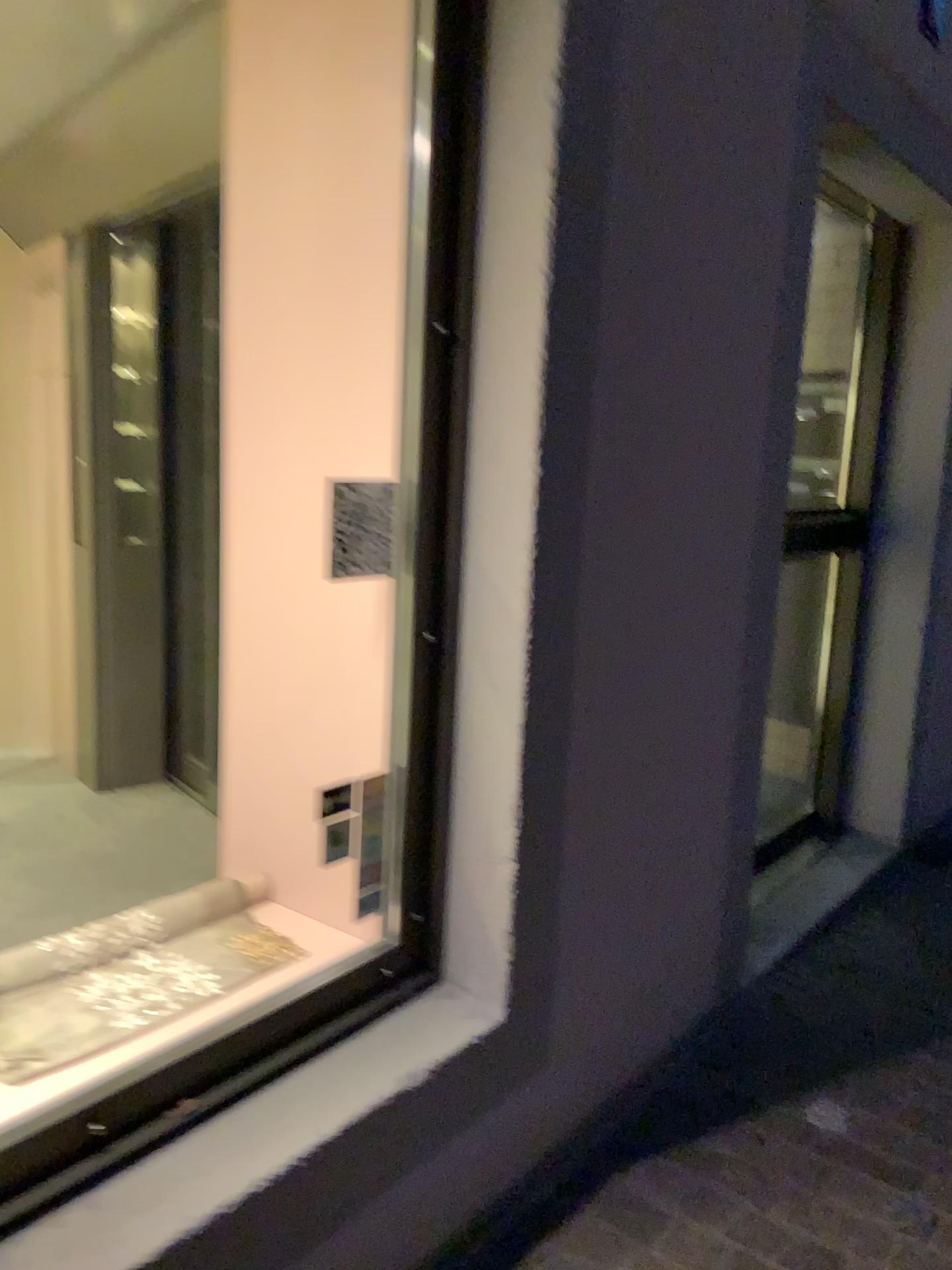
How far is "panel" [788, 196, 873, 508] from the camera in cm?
338

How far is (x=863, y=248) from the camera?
3.4m

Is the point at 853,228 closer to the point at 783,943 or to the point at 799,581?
the point at 799,581

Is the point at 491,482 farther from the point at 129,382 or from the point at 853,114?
the point at 129,382

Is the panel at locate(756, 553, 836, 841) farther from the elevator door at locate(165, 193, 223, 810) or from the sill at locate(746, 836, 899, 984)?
the elevator door at locate(165, 193, 223, 810)

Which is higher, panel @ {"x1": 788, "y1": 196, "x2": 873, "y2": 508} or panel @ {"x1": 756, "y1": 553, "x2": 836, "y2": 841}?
panel @ {"x1": 788, "y1": 196, "x2": 873, "y2": 508}

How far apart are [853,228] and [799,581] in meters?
1.1 m

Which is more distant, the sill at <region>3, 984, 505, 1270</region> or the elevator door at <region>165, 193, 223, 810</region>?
the elevator door at <region>165, 193, 223, 810</region>

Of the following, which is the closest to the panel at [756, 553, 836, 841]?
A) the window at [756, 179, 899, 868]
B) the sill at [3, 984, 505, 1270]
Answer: the window at [756, 179, 899, 868]

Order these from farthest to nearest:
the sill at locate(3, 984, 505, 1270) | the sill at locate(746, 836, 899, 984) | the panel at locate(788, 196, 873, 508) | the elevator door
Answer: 1. the elevator door
2. the panel at locate(788, 196, 873, 508)
3. the sill at locate(746, 836, 899, 984)
4. the sill at locate(3, 984, 505, 1270)
